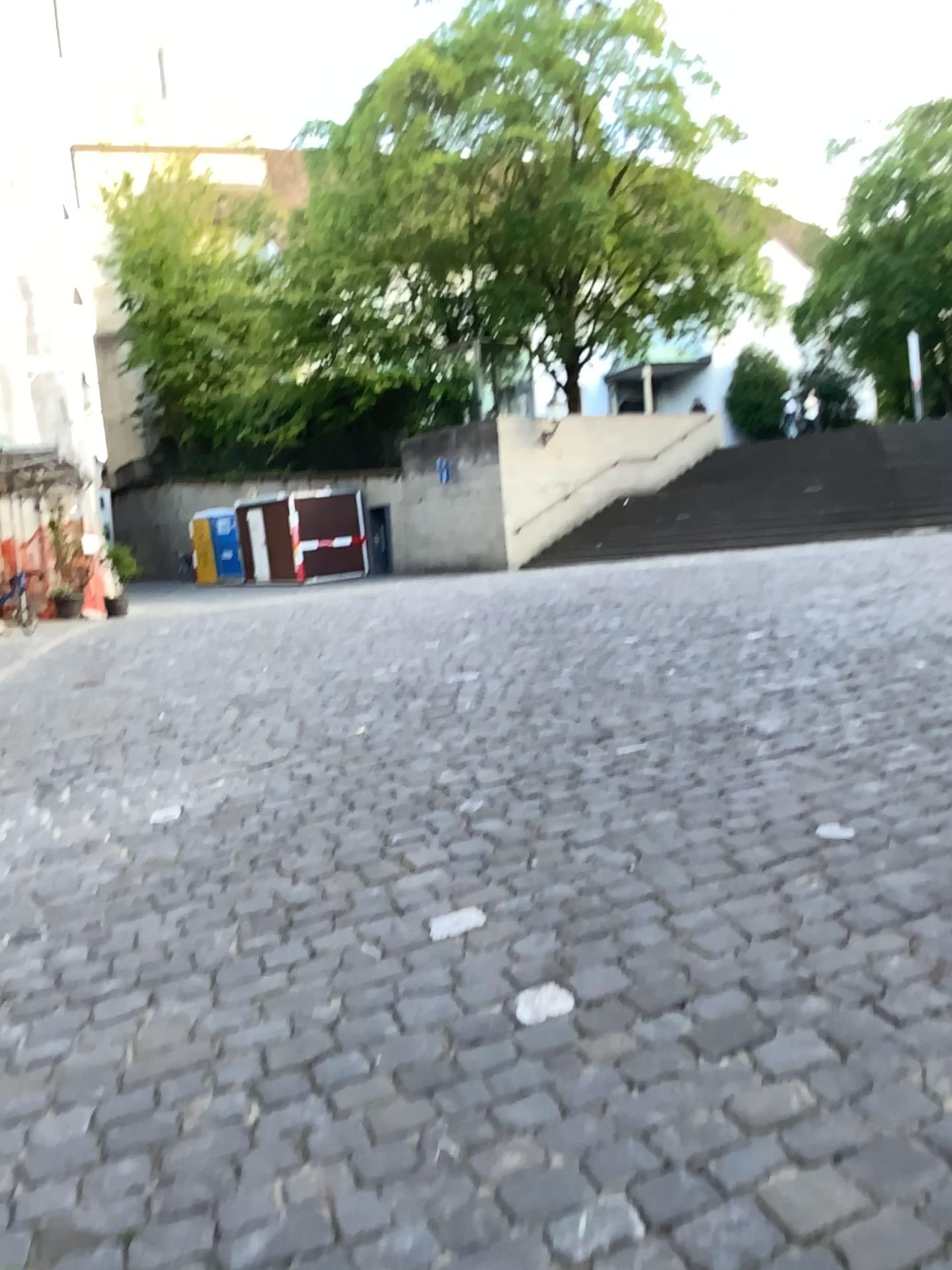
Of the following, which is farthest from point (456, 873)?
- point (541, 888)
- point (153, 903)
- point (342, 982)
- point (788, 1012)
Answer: point (788, 1012)
